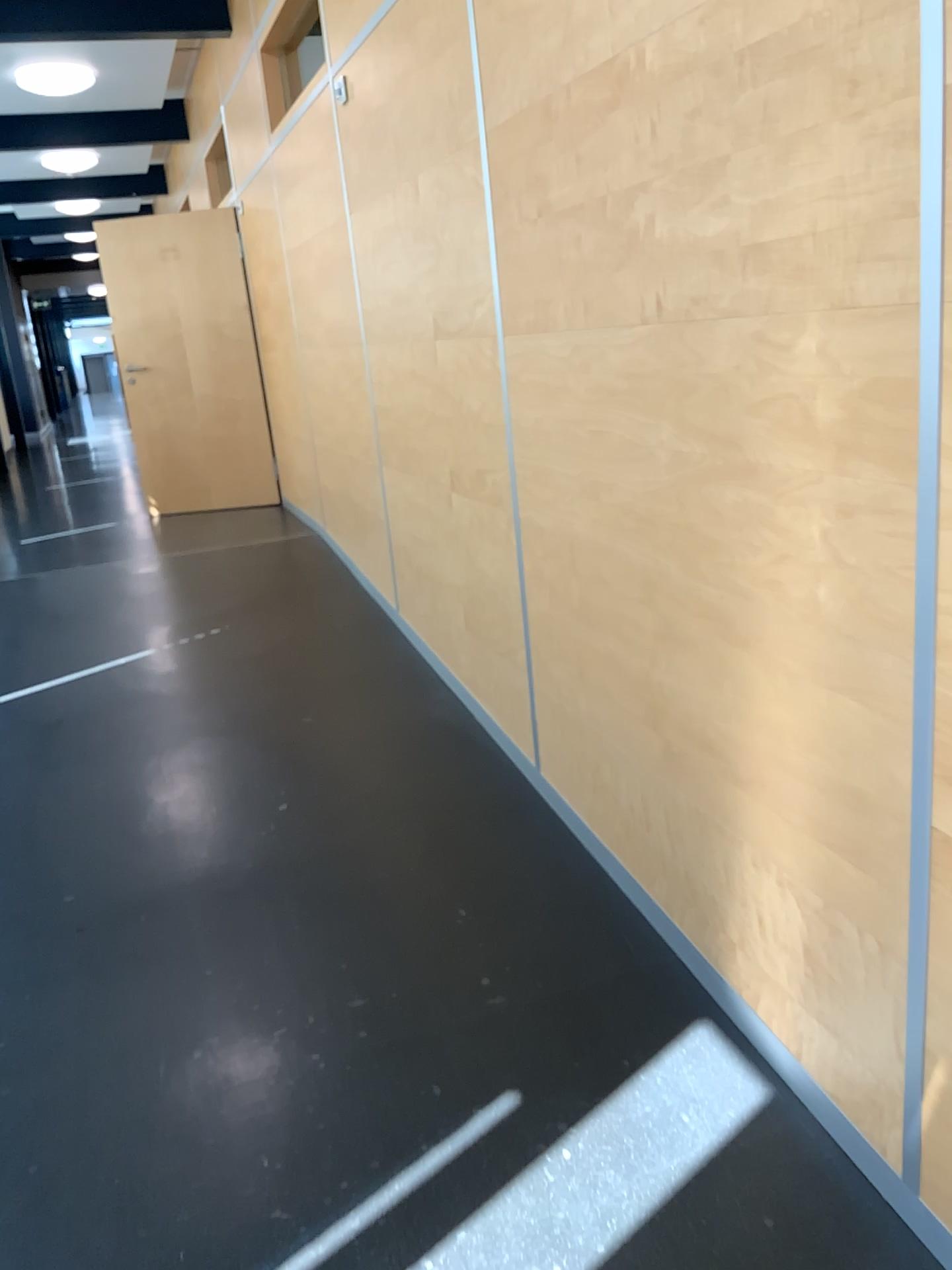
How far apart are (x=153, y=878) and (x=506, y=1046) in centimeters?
119cm
